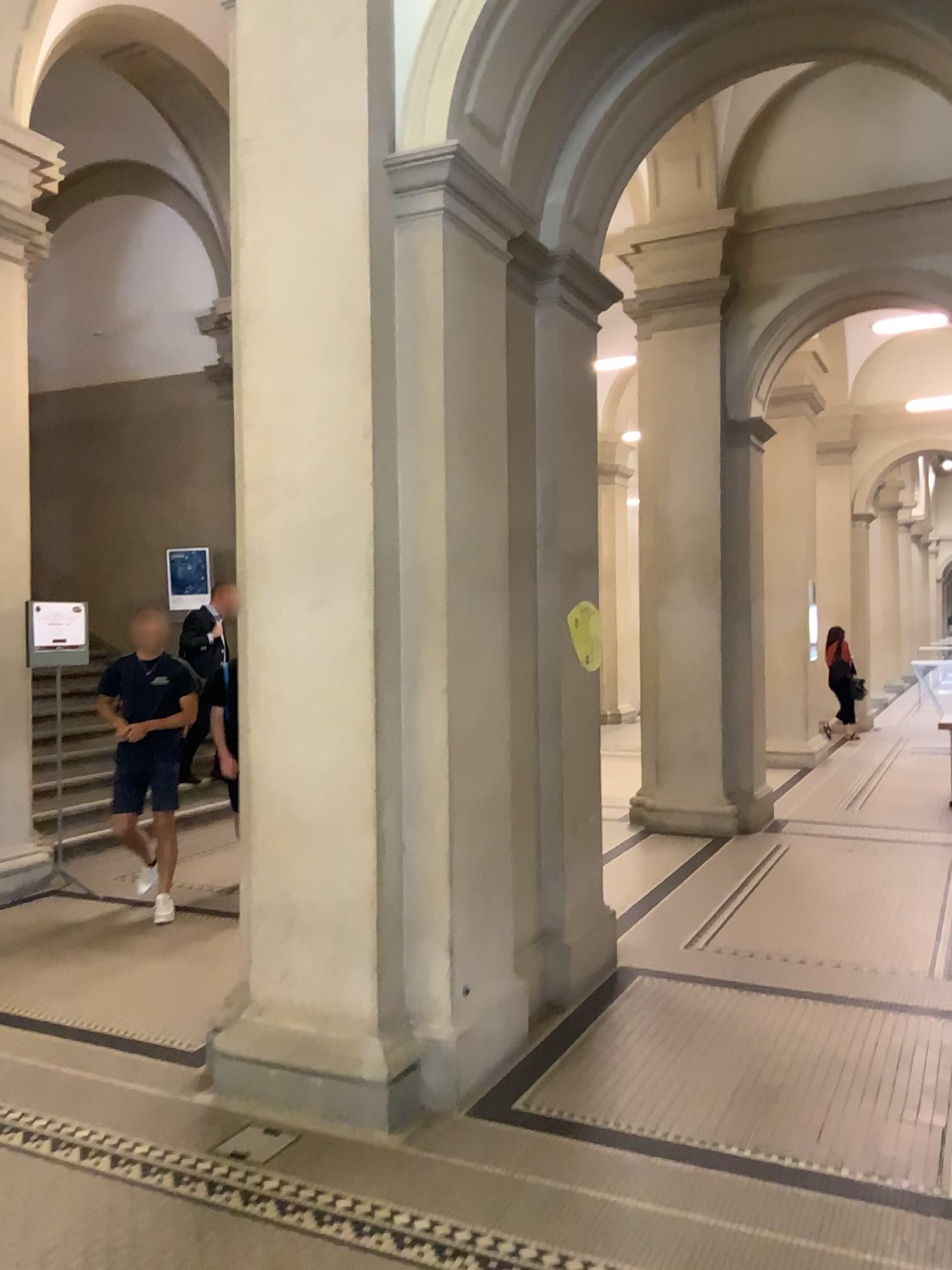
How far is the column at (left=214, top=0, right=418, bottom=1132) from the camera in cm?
350

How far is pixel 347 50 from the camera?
3.5m

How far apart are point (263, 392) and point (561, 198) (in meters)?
1.69
